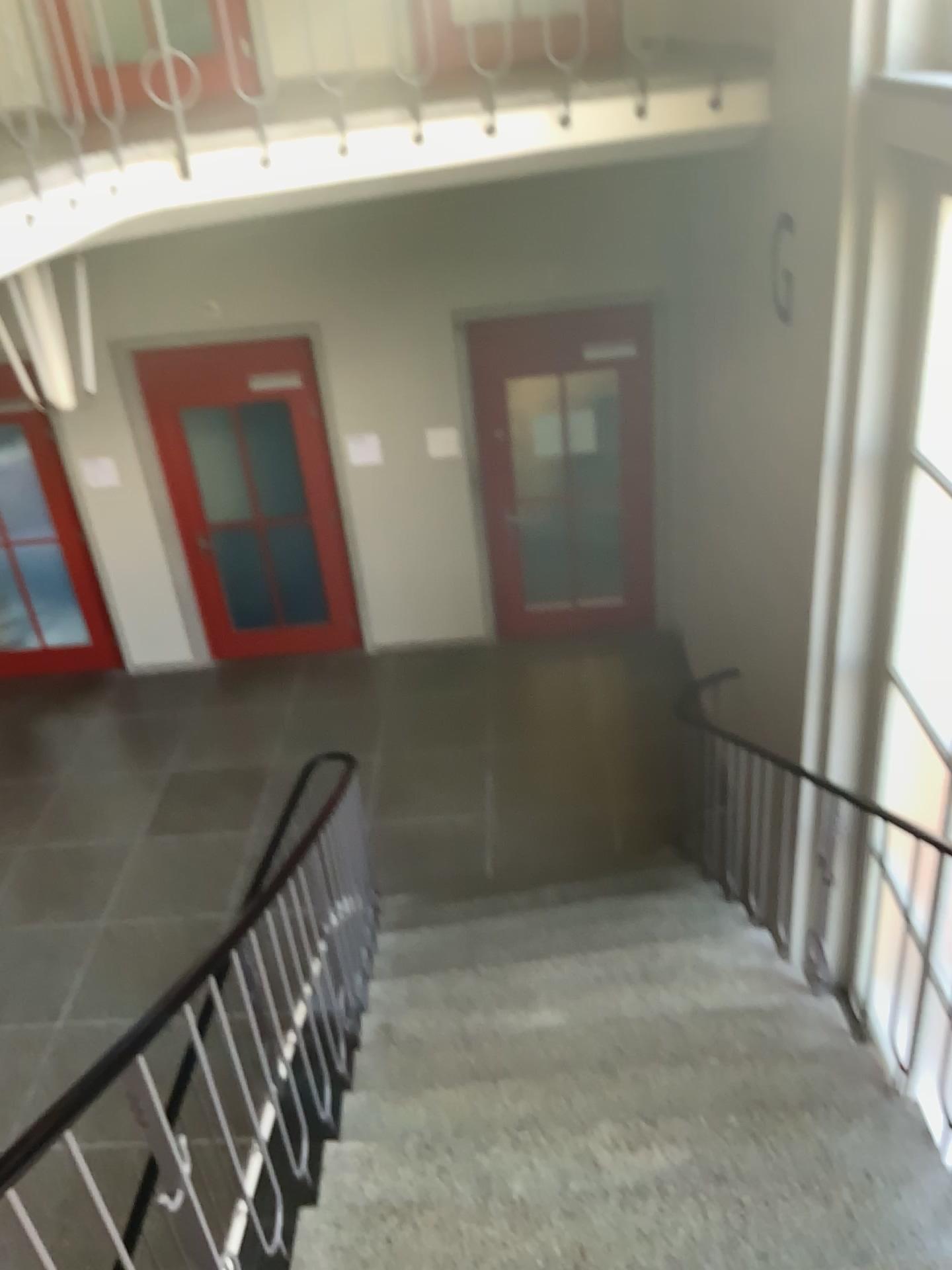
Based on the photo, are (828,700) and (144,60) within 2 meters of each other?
no
